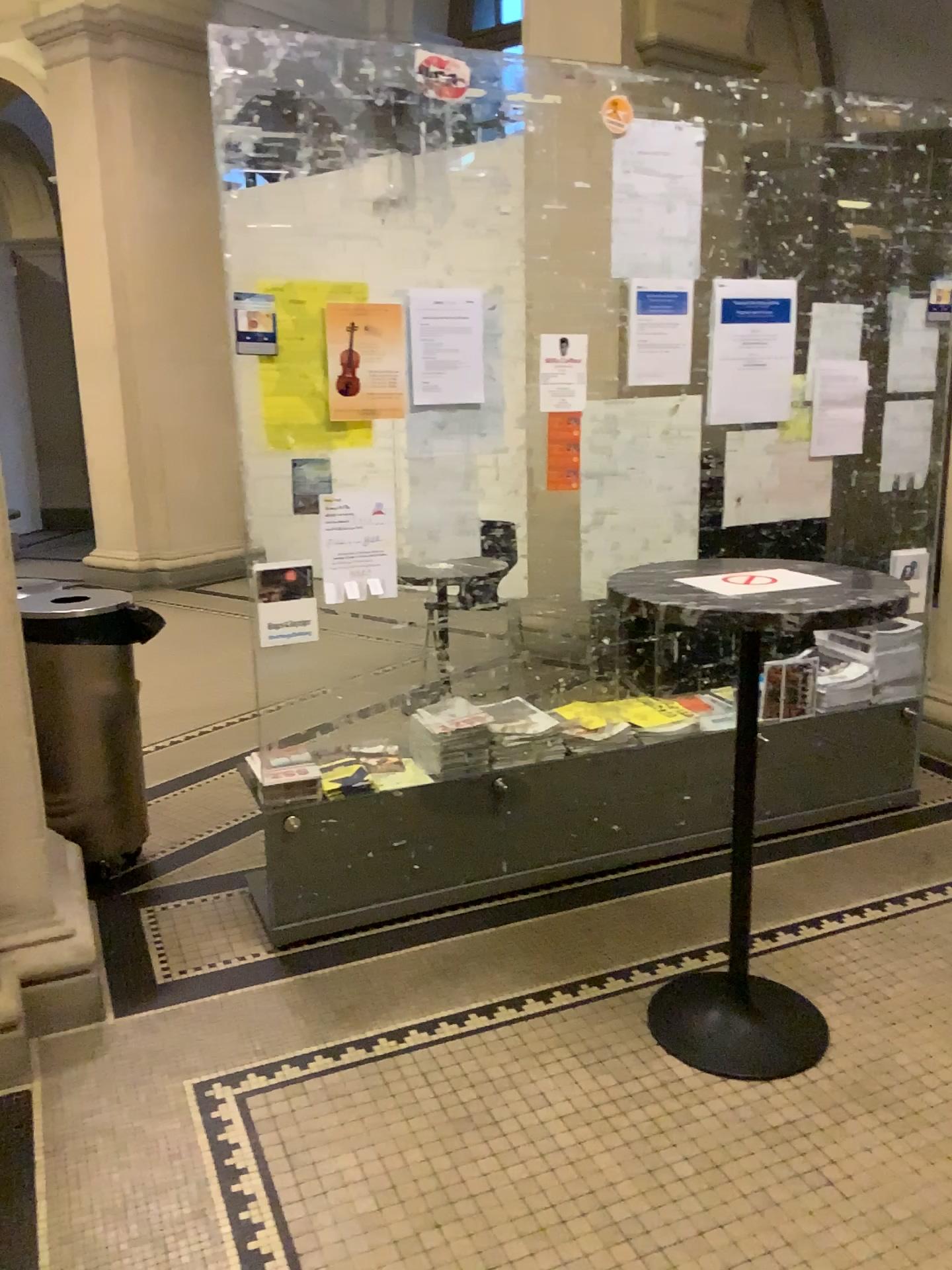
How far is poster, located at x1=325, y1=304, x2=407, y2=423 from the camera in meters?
2.7

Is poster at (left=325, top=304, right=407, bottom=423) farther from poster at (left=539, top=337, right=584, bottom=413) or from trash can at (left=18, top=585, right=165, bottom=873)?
trash can at (left=18, top=585, right=165, bottom=873)

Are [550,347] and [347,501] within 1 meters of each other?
yes

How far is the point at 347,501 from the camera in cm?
283

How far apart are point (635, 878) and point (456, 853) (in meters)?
0.60

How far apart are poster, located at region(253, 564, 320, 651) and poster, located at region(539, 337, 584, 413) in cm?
84

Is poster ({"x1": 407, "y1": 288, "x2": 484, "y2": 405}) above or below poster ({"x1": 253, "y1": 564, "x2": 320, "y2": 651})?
above

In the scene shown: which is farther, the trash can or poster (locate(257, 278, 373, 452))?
the trash can

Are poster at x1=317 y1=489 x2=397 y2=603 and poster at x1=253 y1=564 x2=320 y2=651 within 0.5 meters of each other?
yes

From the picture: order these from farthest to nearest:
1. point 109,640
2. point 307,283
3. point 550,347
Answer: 1. point 109,640
2. point 550,347
3. point 307,283
